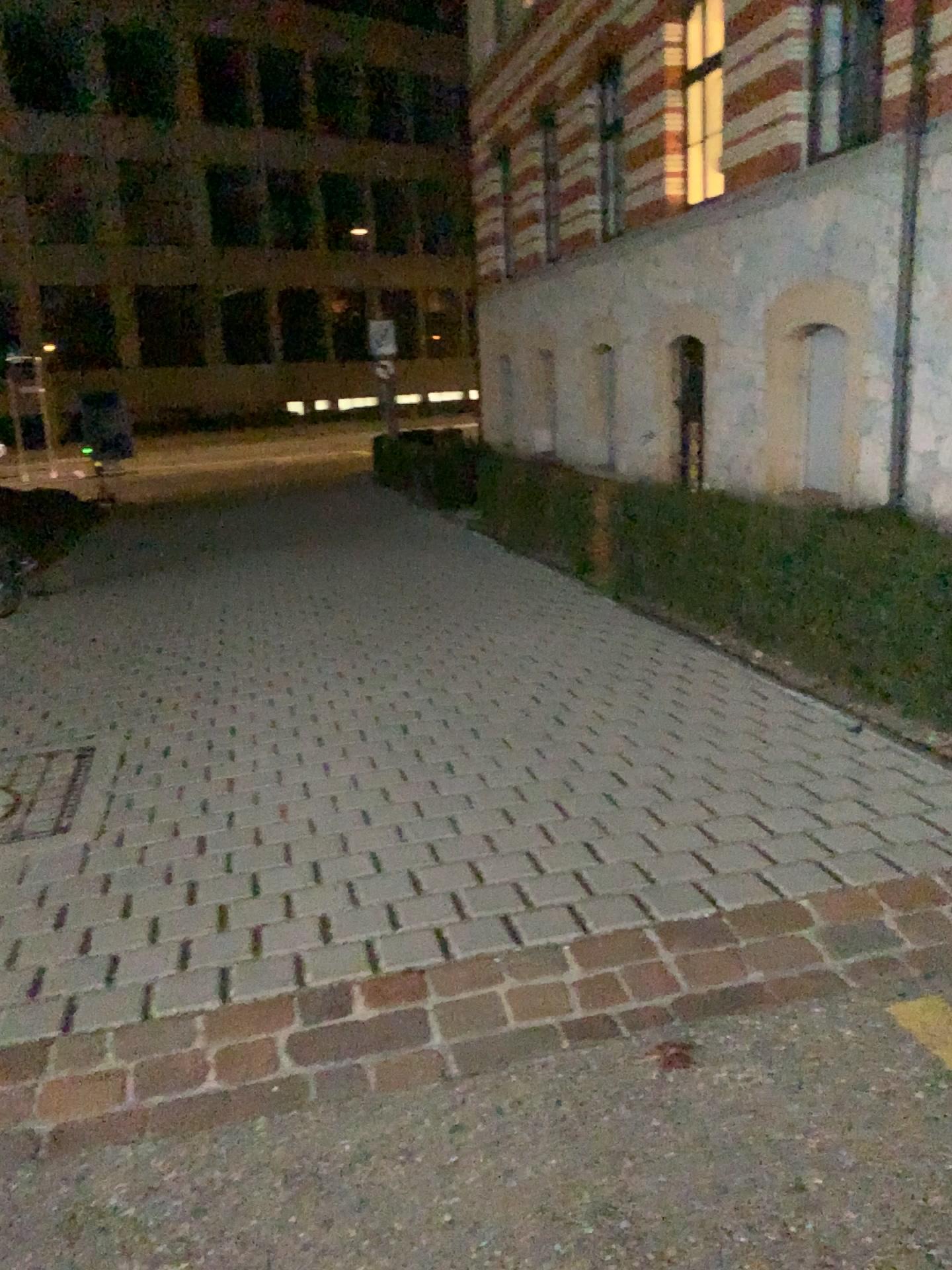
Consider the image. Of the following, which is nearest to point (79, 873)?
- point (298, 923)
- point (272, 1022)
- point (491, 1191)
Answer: point (298, 923)
